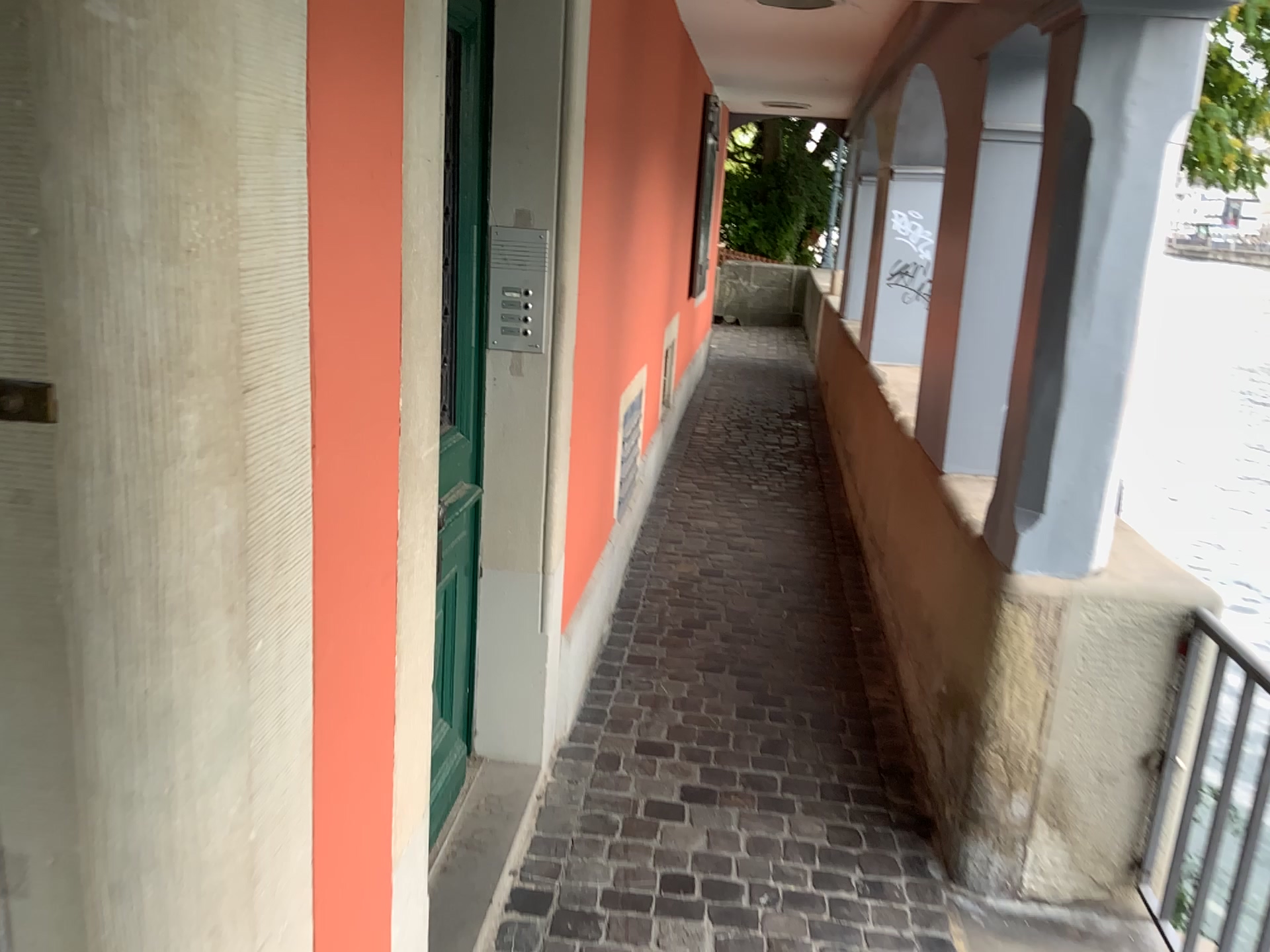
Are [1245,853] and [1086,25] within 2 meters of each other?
yes

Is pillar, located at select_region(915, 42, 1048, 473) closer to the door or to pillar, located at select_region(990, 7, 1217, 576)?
pillar, located at select_region(990, 7, 1217, 576)

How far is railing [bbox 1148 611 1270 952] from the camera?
1.9m

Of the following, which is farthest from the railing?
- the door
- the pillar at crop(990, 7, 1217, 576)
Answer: the door

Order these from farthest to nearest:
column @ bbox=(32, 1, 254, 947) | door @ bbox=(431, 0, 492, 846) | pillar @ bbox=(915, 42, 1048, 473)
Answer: pillar @ bbox=(915, 42, 1048, 473) < door @ bbox=(431, 0, 492, 846) < column @ bbox=(32, 1, 254, 947)

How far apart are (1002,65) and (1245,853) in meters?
2.0 m

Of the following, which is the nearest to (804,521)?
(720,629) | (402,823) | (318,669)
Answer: (720,629)

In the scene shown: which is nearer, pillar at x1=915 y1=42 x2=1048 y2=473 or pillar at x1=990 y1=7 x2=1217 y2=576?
pillar at x1=990 y1=7 x2=1217 y2=576

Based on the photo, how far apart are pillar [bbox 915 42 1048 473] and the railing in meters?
0.9 m

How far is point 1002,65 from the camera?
2.80m
